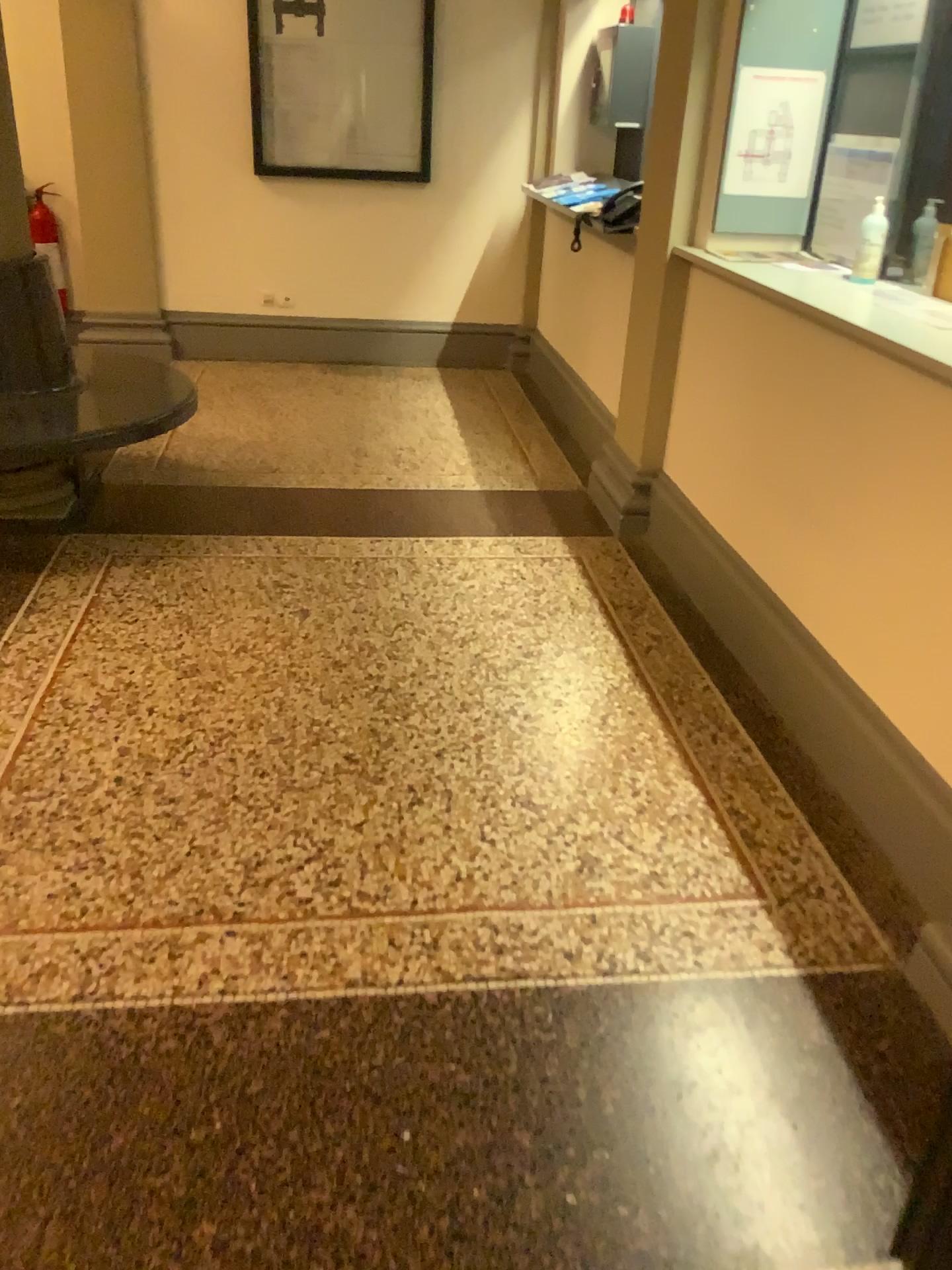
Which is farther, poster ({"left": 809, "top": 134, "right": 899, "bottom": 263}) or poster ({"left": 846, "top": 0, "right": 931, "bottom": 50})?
poster ({"left": 809, "top": 134, "right": 899, "bottom": 263})

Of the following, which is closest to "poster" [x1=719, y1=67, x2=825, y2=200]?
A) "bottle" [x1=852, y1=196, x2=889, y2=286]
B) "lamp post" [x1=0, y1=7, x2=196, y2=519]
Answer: "bottle" [x1=852, y1=196, x2=889, y2=286]

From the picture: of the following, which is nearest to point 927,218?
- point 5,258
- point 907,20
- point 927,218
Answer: point 927,218

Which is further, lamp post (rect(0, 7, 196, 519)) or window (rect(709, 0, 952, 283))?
lamp post (rect(0, 7, 196, 519))

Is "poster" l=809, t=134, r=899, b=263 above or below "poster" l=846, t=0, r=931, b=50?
below

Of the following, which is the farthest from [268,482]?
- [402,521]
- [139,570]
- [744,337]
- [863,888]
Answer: [863,888]

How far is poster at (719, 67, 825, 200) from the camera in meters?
3.1

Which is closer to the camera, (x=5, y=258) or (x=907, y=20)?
(x=907, y=20)

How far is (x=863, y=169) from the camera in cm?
309

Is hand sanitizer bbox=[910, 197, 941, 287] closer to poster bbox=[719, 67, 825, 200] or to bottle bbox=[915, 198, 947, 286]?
bottle bbox=[915, 198, 947, 286]
